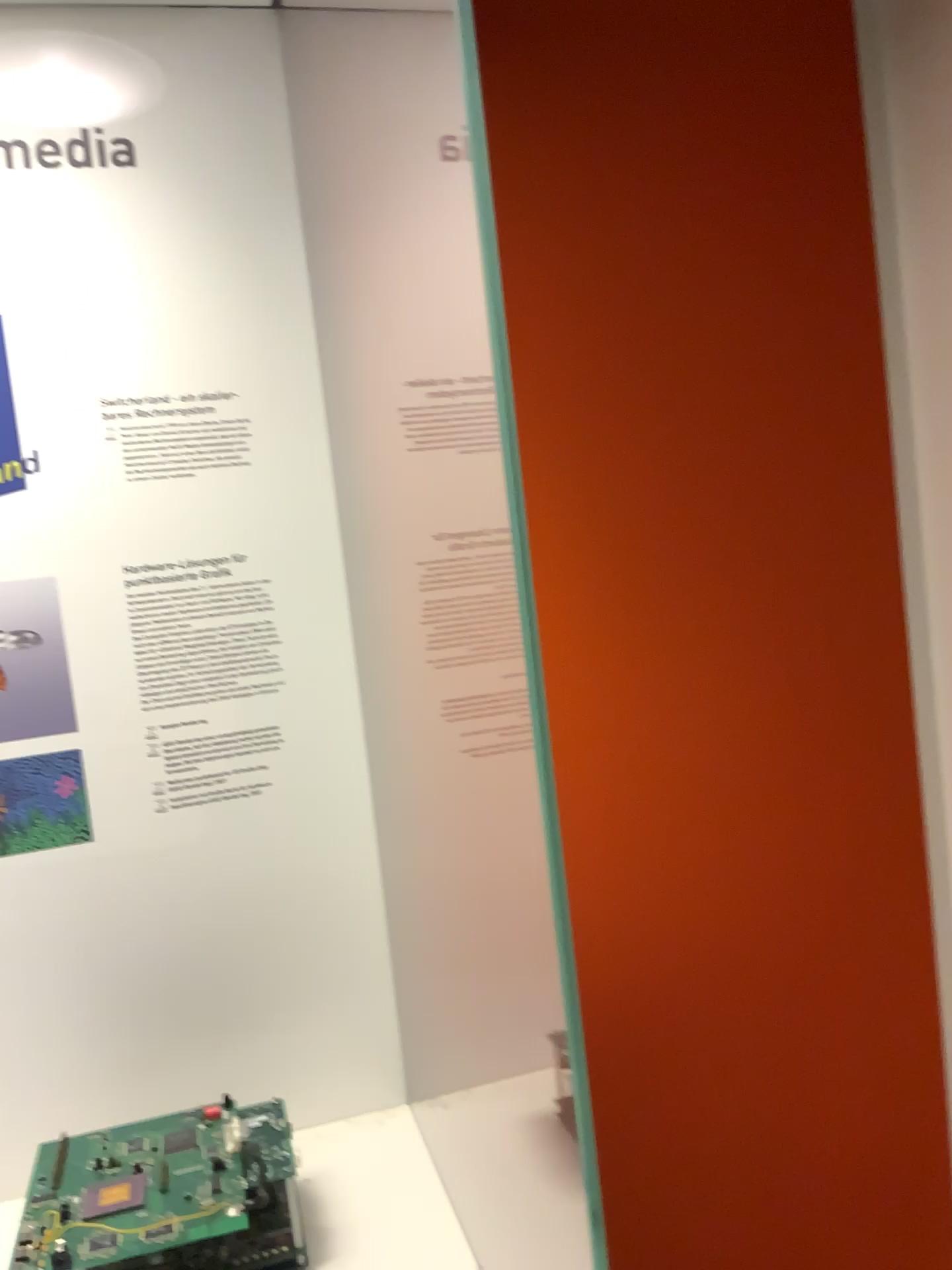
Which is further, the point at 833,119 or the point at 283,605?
the point at 833,119

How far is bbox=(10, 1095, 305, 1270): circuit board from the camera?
0.74m

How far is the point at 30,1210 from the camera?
0.74m
